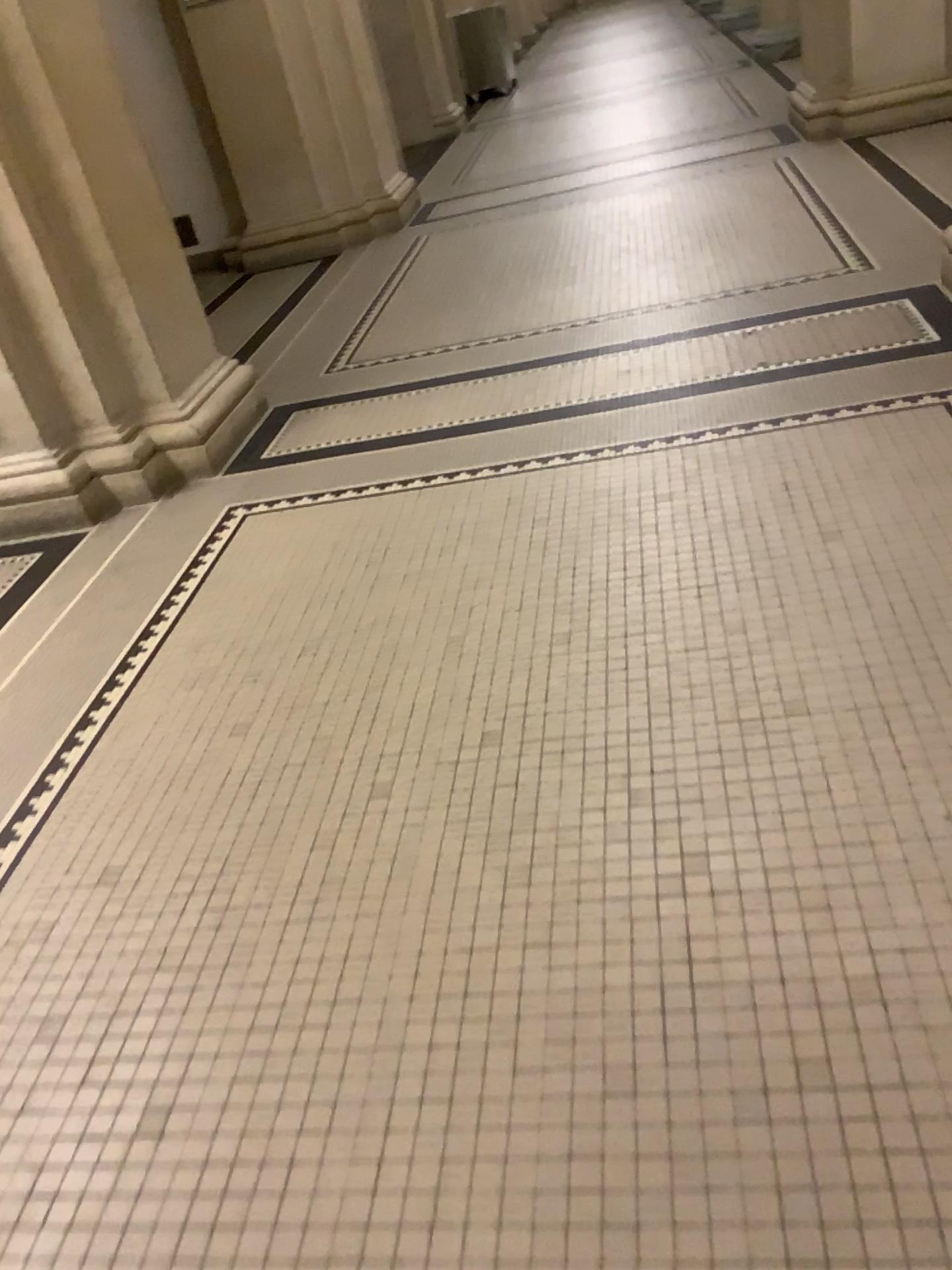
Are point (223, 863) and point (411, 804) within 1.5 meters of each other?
yes

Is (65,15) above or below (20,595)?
above
